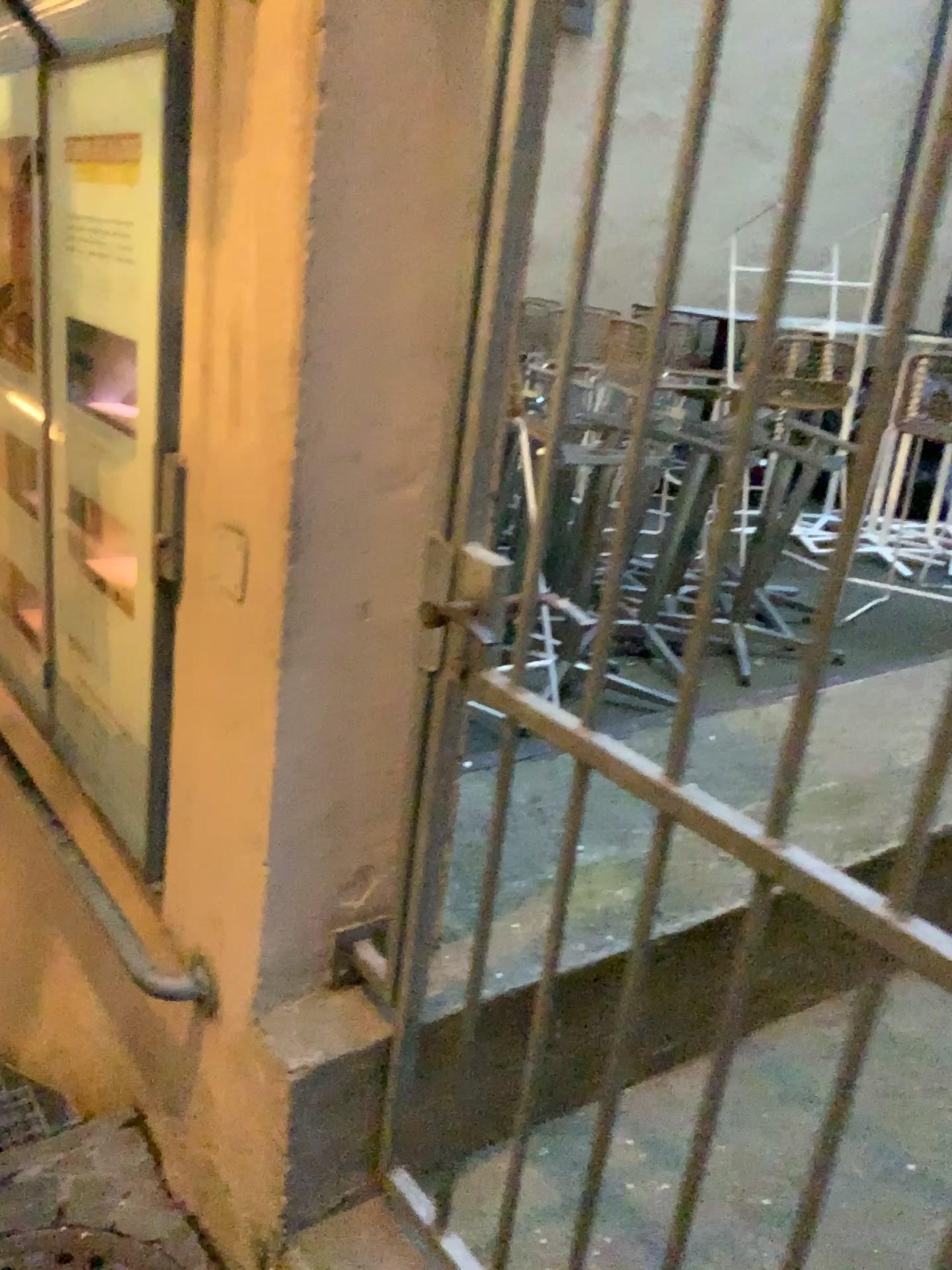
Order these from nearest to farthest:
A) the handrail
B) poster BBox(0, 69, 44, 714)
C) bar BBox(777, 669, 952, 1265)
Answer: bar BBox(777, 669, 952, 1265) < the handrail < poster BBox(0, 69, 44, 714)

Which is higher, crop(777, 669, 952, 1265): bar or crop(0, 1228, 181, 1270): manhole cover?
crop(777, 669, 952, 1265): bar

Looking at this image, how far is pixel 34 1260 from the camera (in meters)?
1.70

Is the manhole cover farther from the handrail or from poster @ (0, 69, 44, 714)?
poster @ (0, 69, 44, 714)

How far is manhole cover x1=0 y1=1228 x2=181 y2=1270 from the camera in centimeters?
170cm

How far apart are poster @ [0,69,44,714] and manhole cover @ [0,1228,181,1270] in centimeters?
99cm

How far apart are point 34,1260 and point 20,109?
2.09m

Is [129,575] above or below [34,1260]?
above

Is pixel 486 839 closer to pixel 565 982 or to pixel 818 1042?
pixel 565 982

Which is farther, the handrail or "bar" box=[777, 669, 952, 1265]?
the handrail
